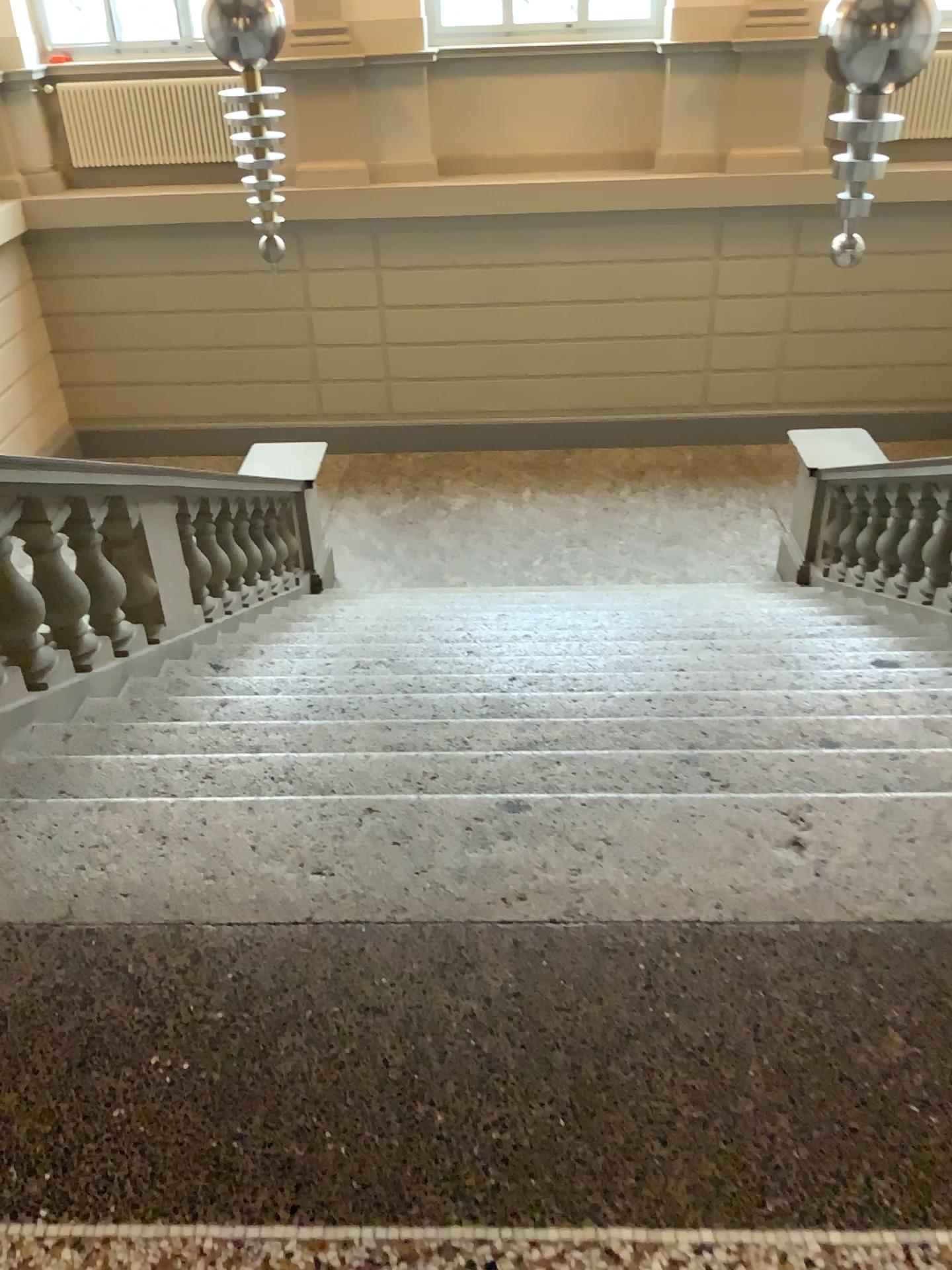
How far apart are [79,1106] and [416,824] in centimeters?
85cm
